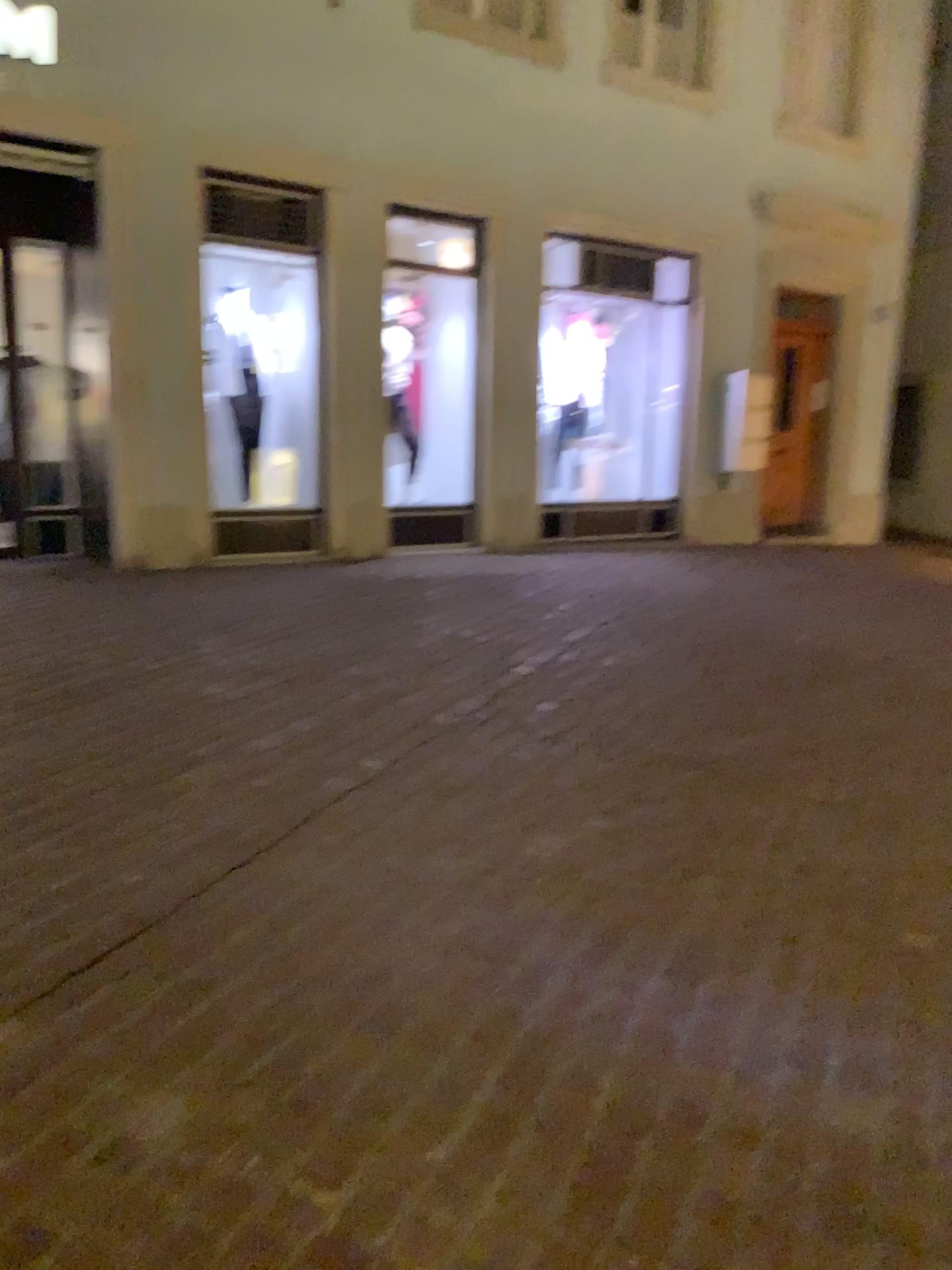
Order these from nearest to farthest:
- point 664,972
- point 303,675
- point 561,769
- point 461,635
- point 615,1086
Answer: point 615,1086 → point 664,972 → point 561,769 → point 303,675 → point 461,635
